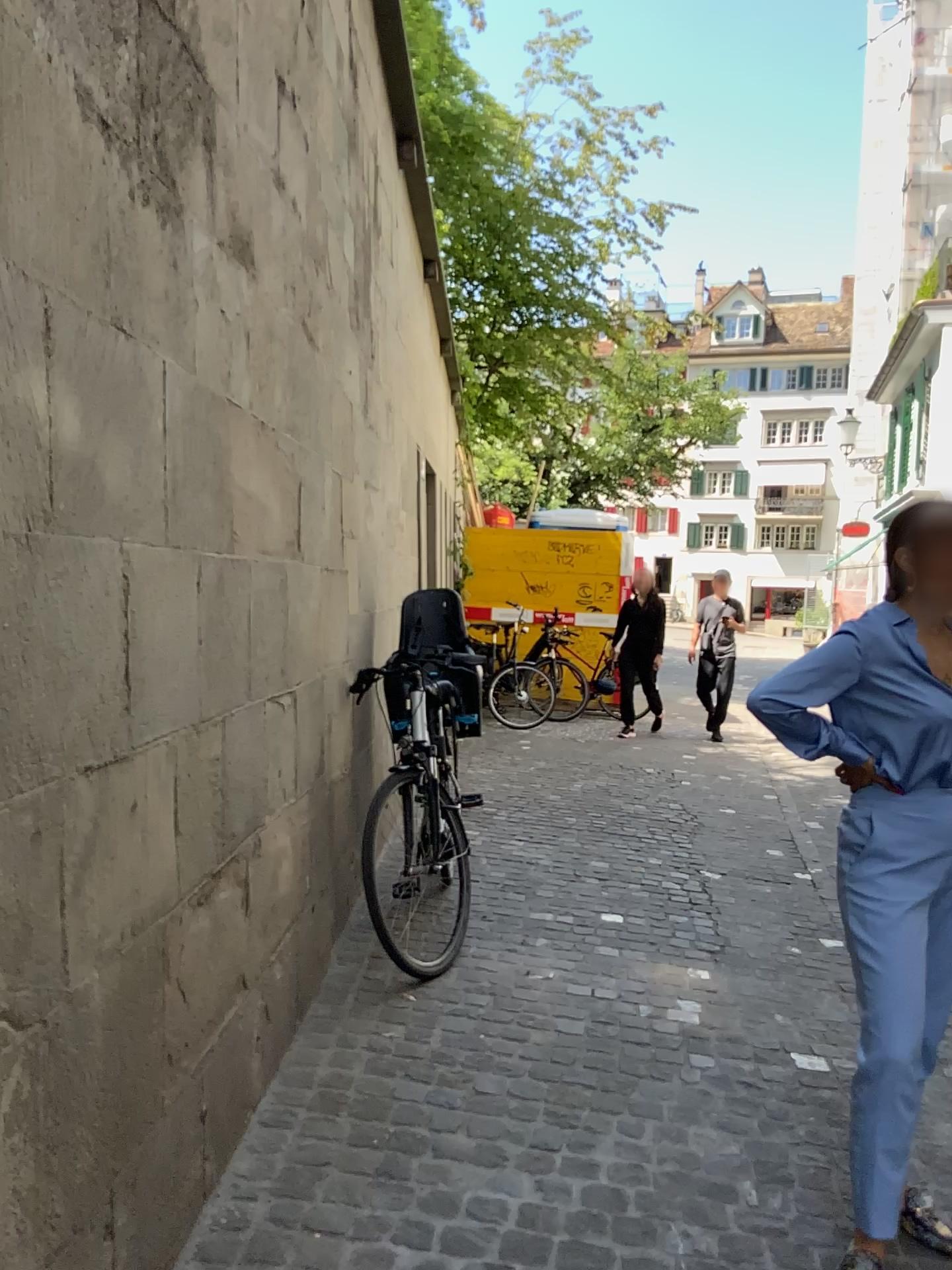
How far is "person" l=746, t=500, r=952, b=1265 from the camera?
2.1 meters

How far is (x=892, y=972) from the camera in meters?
2.1 m

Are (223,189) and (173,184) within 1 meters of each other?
yes
